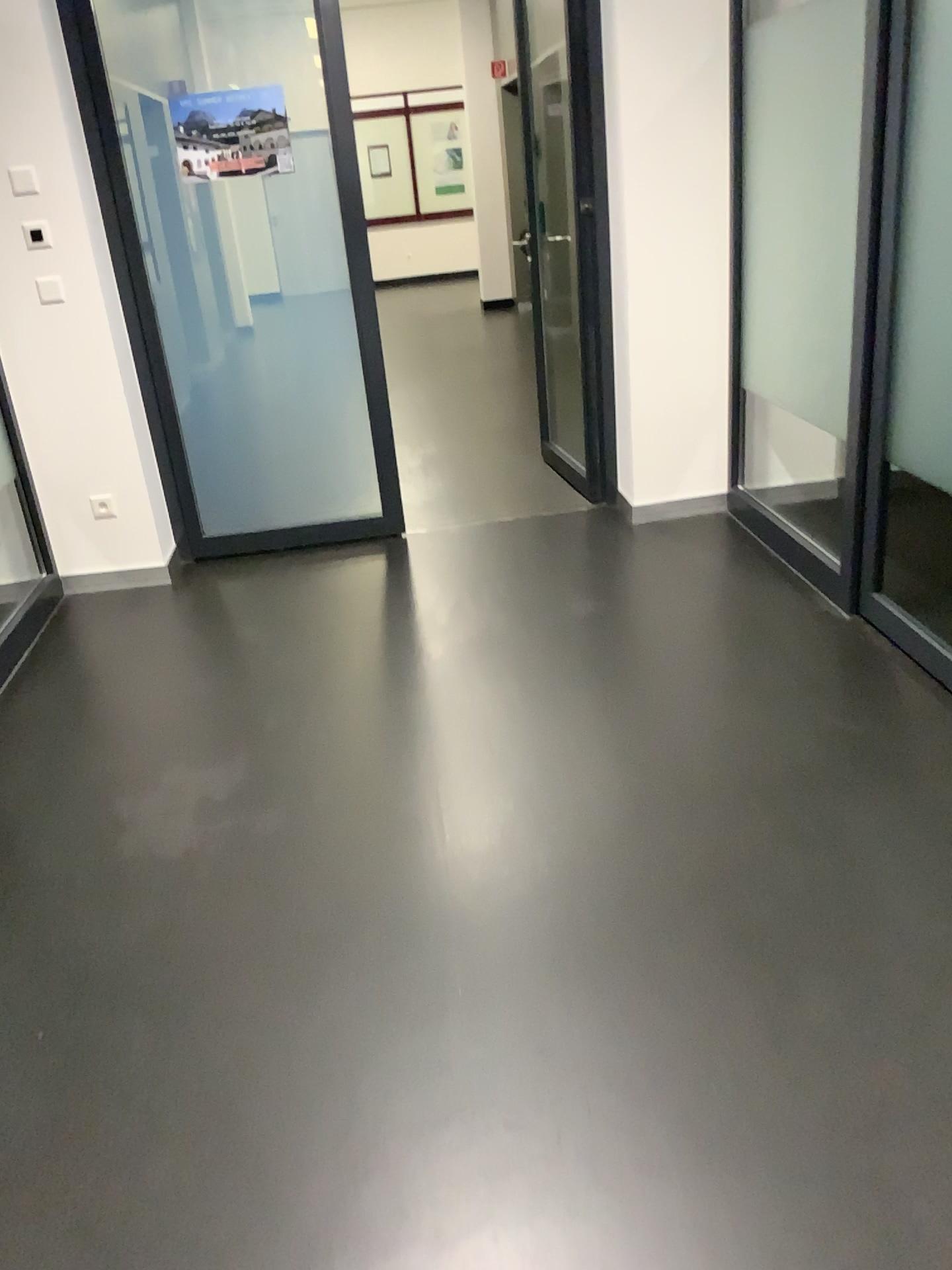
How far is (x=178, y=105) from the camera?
3.83m

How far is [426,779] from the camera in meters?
2.7 m

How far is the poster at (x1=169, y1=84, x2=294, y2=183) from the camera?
3.83m
